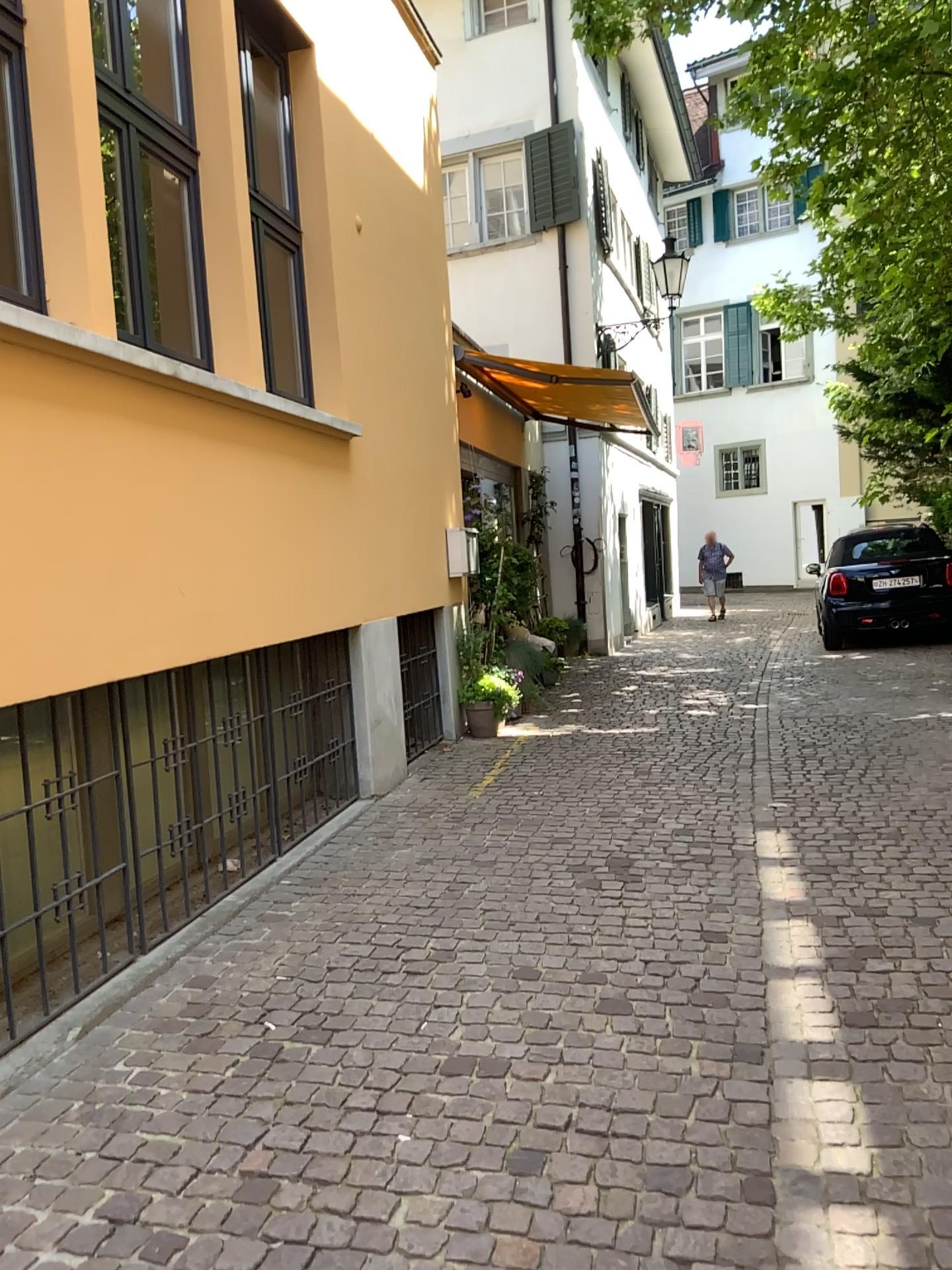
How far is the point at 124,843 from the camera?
3.6m
